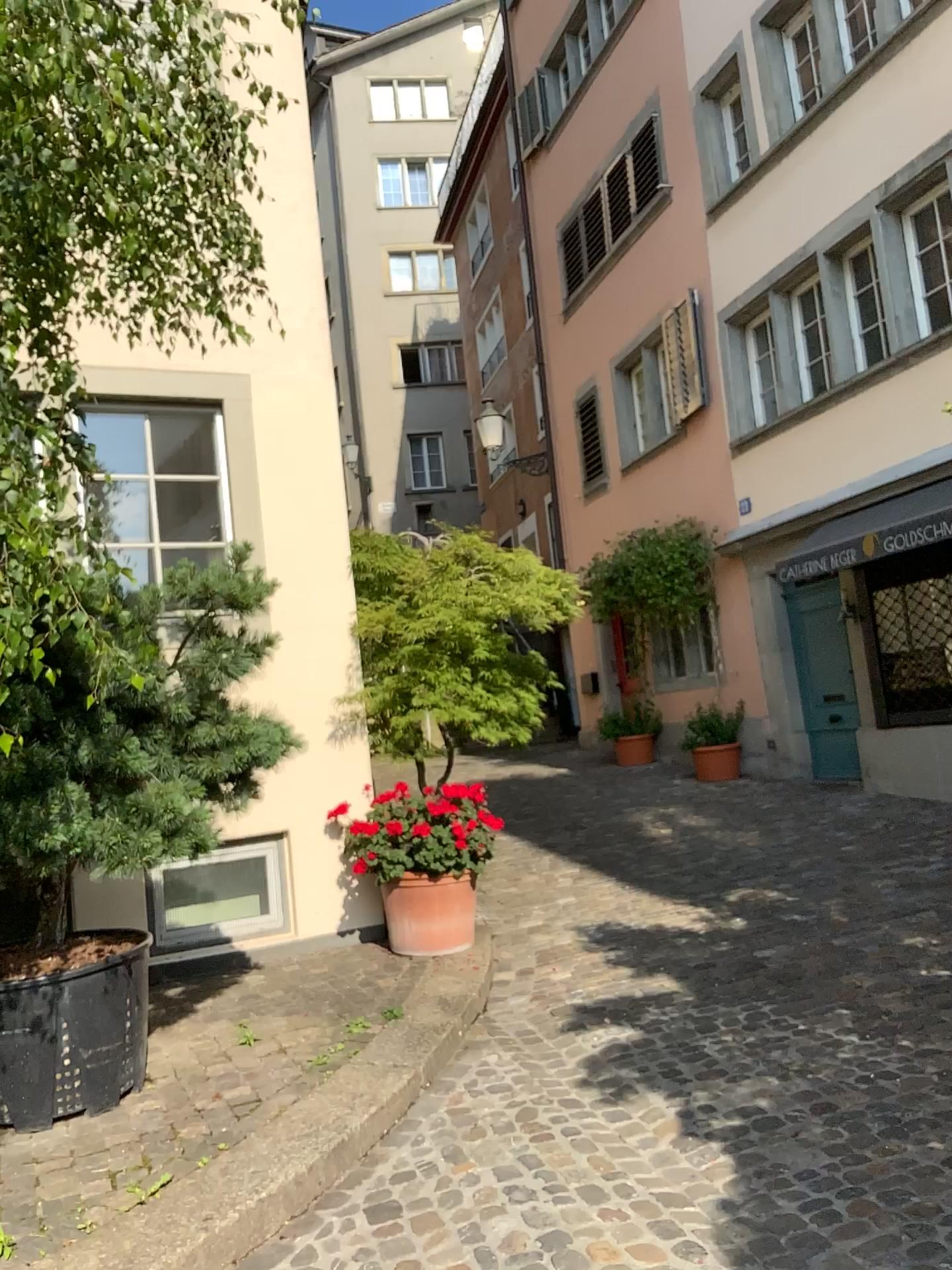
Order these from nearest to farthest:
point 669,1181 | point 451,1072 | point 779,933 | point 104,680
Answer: point 669,1181 → point 104,680 → point 451,1072 → point 779,933
